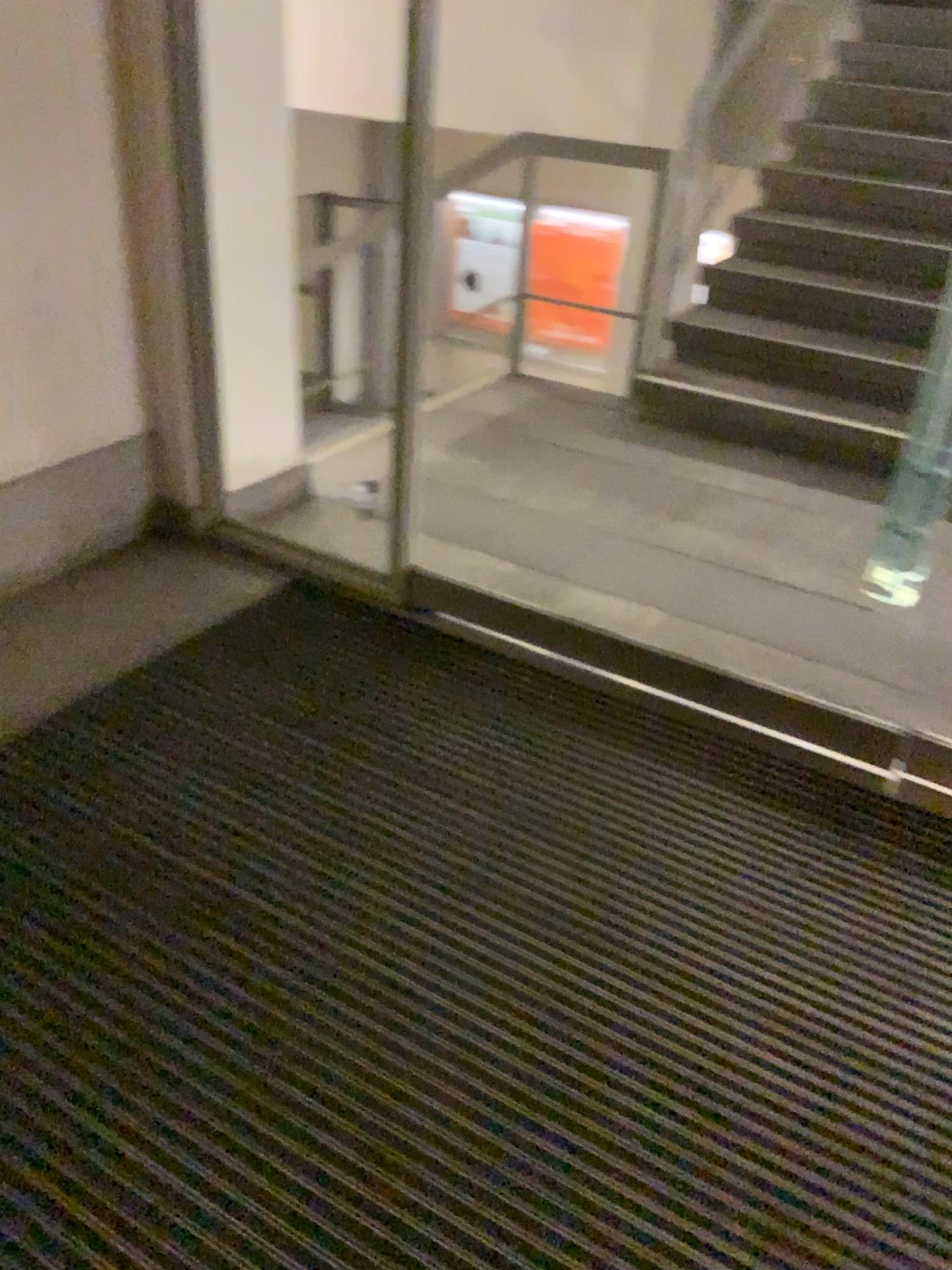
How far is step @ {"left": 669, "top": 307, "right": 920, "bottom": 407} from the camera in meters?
4.0

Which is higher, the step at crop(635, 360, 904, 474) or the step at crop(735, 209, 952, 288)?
the step at crop(735, 209, 952, 288)

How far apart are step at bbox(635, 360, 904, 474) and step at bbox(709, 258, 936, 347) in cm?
32

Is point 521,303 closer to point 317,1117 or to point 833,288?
point 833,288

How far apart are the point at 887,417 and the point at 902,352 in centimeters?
31cm

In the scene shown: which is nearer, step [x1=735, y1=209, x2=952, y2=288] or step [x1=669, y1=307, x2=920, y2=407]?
step [x1=669, y1=307, x2=920, y2=407]

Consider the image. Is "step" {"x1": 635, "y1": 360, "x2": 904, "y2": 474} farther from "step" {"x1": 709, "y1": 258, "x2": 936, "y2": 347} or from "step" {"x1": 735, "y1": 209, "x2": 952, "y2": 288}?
"step" {"x1": 735, "y1": 209, "x2": 952, "y2": 288}

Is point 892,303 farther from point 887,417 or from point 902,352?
point 887,417

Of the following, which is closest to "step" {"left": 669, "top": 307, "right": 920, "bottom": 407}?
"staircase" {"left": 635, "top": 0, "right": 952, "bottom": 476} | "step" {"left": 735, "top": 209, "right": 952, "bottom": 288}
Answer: "staircase" {"left": 635, "top": 0, "right": 952, "bottom": 476}

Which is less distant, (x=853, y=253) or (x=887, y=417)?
(x=887, y=417)
